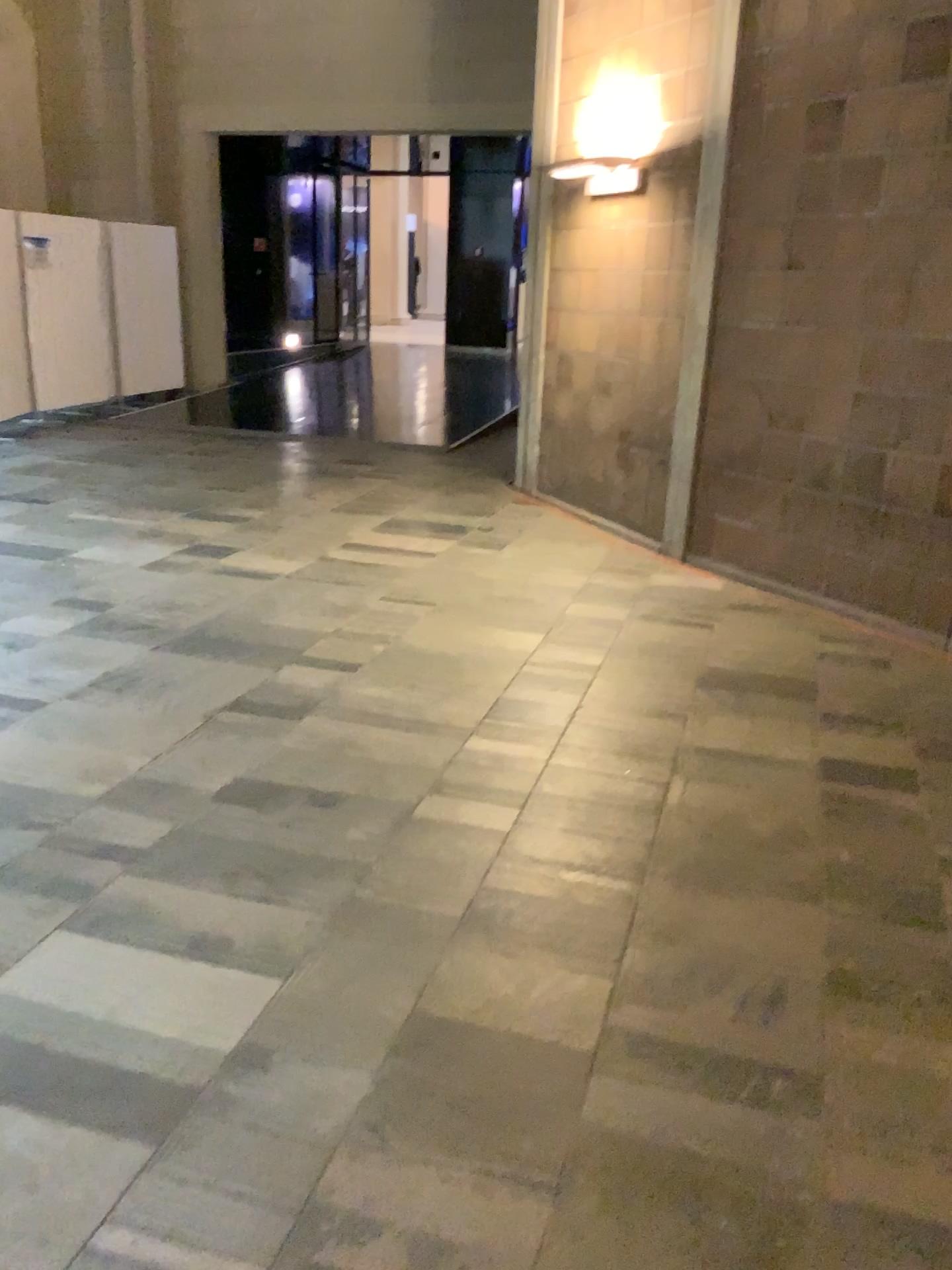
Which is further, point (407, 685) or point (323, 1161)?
point (407, 685)
